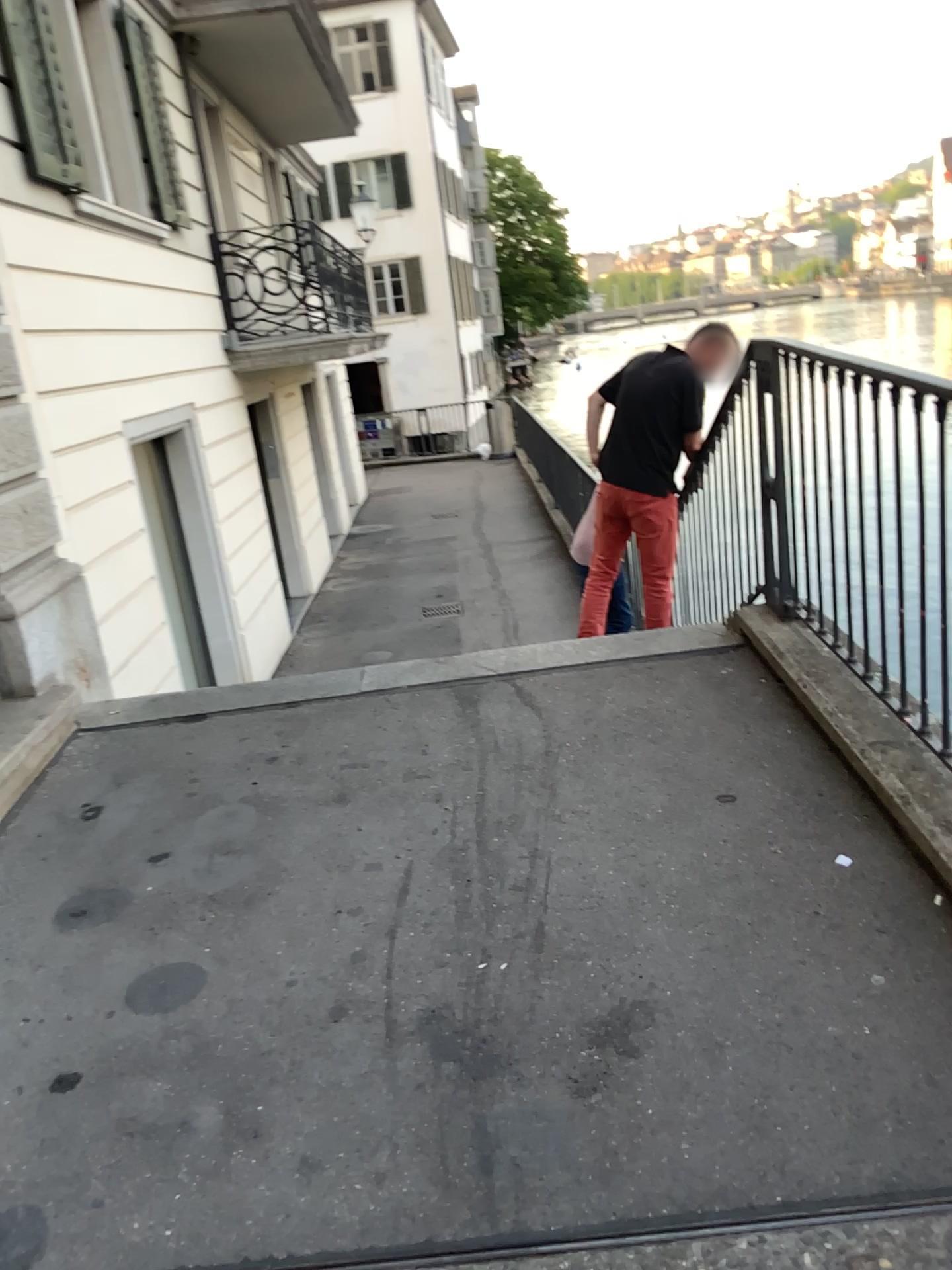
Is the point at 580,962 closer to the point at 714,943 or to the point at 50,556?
the point at 714,943
